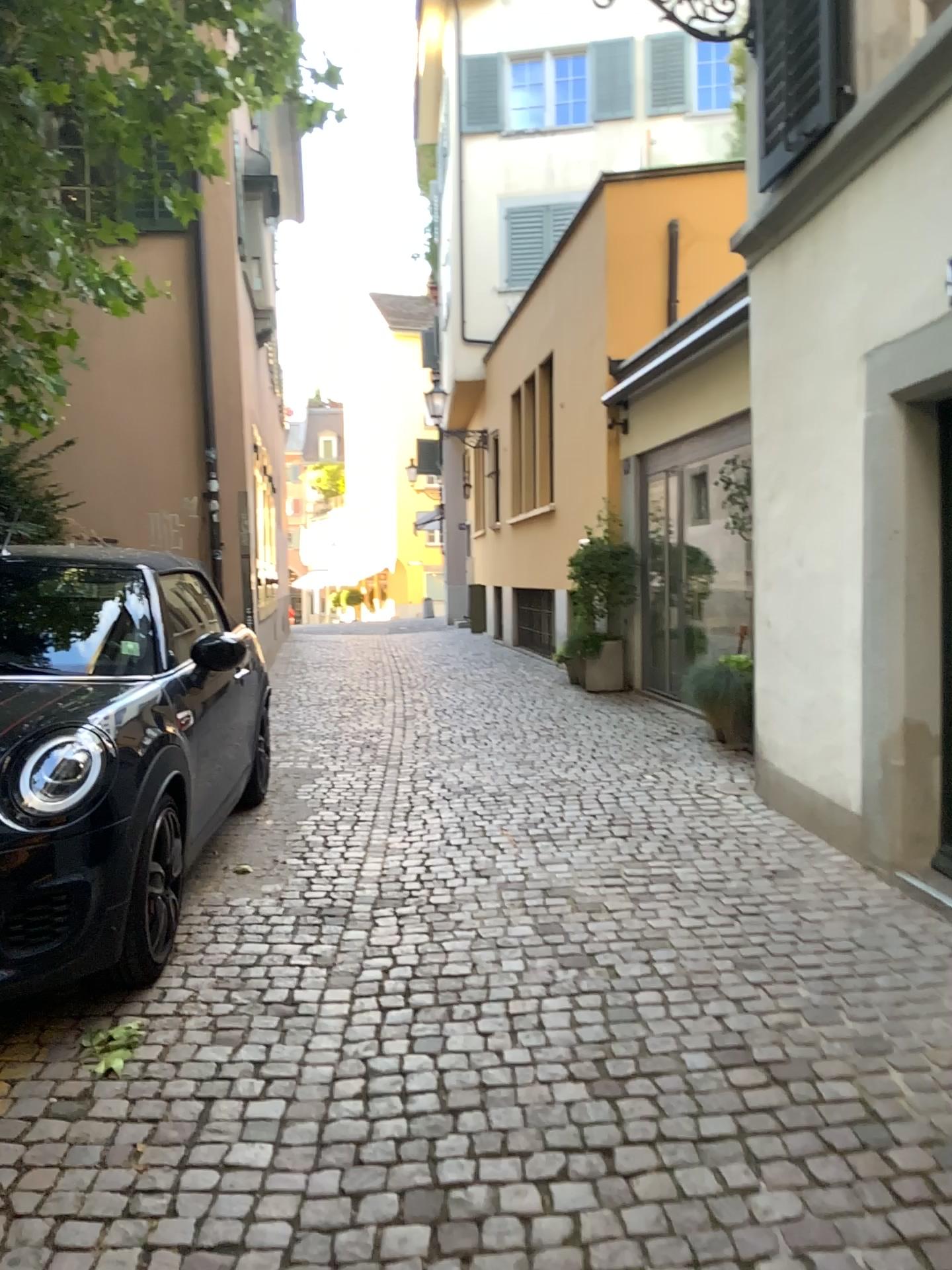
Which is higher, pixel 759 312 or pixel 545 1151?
pixel 759 312
